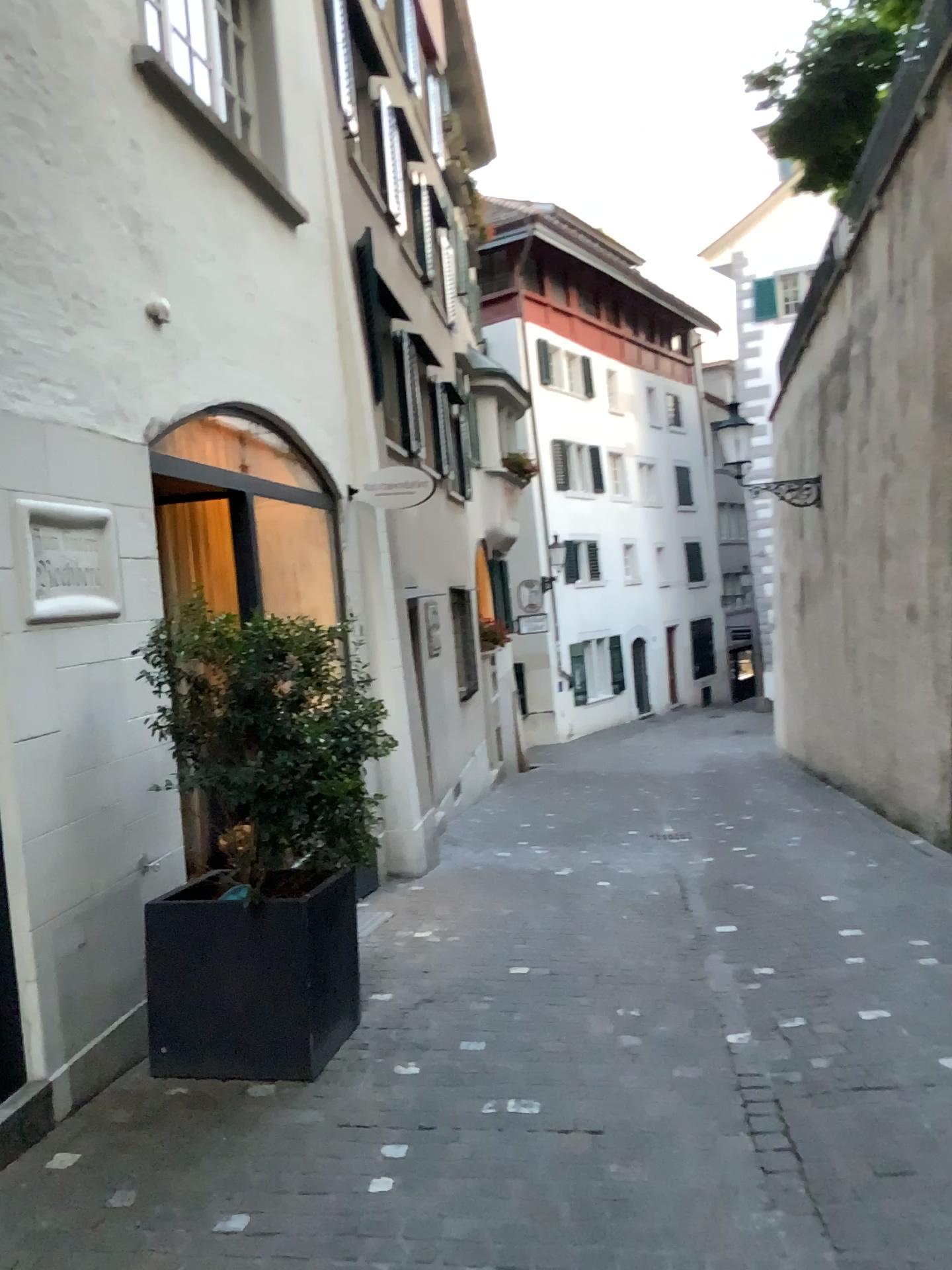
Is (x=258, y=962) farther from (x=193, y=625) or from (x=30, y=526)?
(x=30, y=526)

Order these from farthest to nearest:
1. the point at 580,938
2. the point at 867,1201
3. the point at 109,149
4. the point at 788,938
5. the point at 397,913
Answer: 1. the point at 397,913
2. the point at 580,938
3. the point at 788,938
4. the point at 109,149
5. the point at 867,1201

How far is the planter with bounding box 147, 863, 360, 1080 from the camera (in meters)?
3.64

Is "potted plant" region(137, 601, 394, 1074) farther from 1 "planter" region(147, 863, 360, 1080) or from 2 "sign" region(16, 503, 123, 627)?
2 "sign" region(16, 503, 123, 627)

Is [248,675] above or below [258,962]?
above

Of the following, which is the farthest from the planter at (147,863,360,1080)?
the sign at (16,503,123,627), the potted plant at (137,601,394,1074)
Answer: the sign at (16,503,123,627)

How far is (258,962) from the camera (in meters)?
3.64

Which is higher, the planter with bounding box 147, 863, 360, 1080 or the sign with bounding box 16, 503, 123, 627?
the sign with bounding box 16, 503, 123, 627

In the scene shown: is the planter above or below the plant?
below
